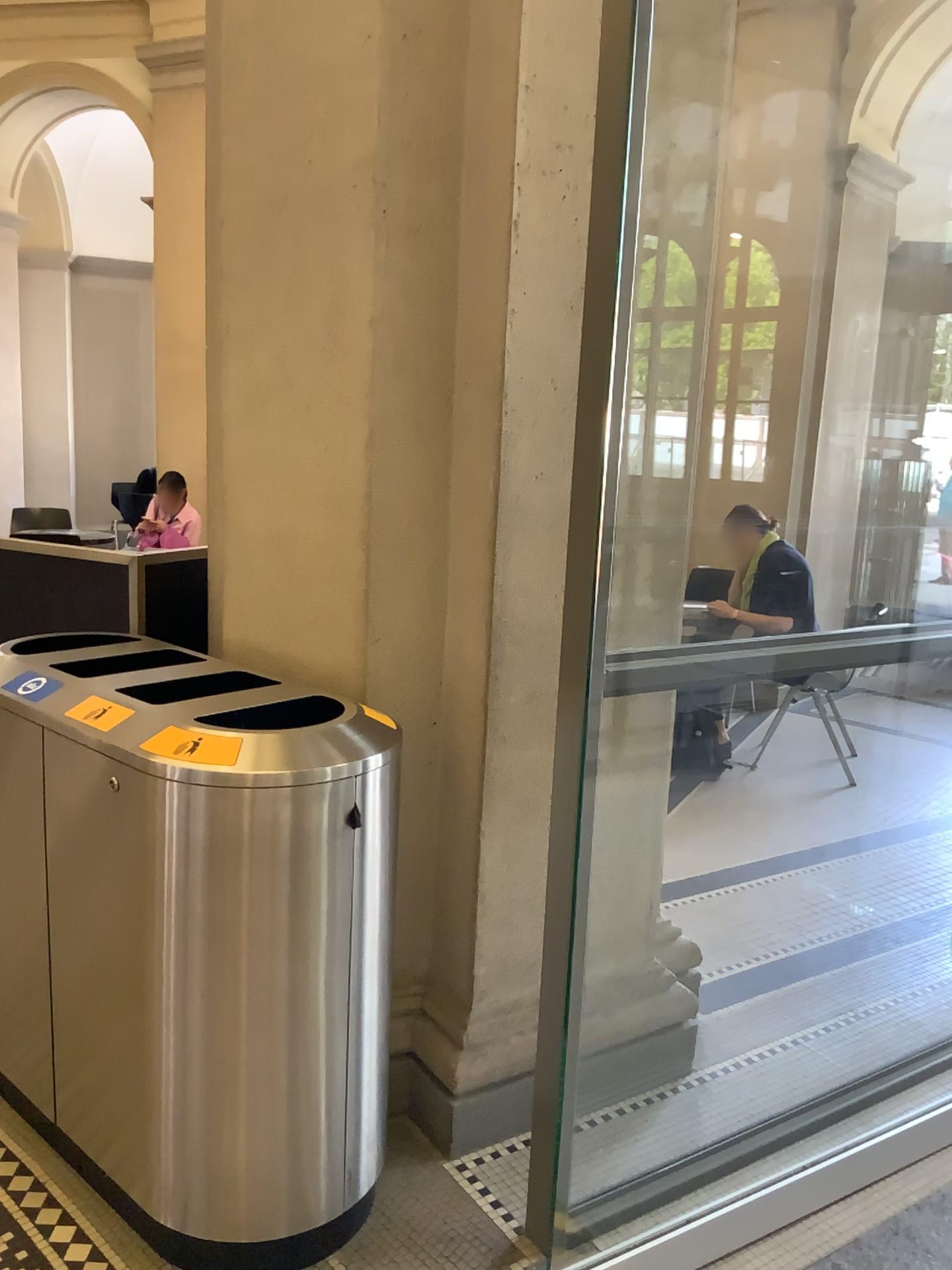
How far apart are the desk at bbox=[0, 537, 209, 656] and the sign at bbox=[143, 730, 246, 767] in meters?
1.1

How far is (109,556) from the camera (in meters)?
2.88

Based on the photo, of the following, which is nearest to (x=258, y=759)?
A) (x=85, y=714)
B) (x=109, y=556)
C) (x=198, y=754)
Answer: (x=198, y=754)

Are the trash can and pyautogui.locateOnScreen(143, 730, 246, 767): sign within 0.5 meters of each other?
yes

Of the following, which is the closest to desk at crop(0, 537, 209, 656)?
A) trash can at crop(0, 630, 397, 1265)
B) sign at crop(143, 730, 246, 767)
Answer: trash can at crop(0, 630, 397, 1265)

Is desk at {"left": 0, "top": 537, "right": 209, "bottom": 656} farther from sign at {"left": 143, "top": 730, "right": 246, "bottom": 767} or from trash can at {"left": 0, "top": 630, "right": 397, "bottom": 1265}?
sign at {"left": 143, "top": 730, "right": 246, "bottom": 767}

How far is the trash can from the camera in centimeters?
179cm

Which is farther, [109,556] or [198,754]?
[109,556]

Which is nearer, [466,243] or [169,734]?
[169,734]

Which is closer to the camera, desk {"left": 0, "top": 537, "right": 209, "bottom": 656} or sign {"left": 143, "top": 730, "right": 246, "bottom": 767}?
sign {"left": 143, "top": 730, "right": 246, "bottom": 767}
